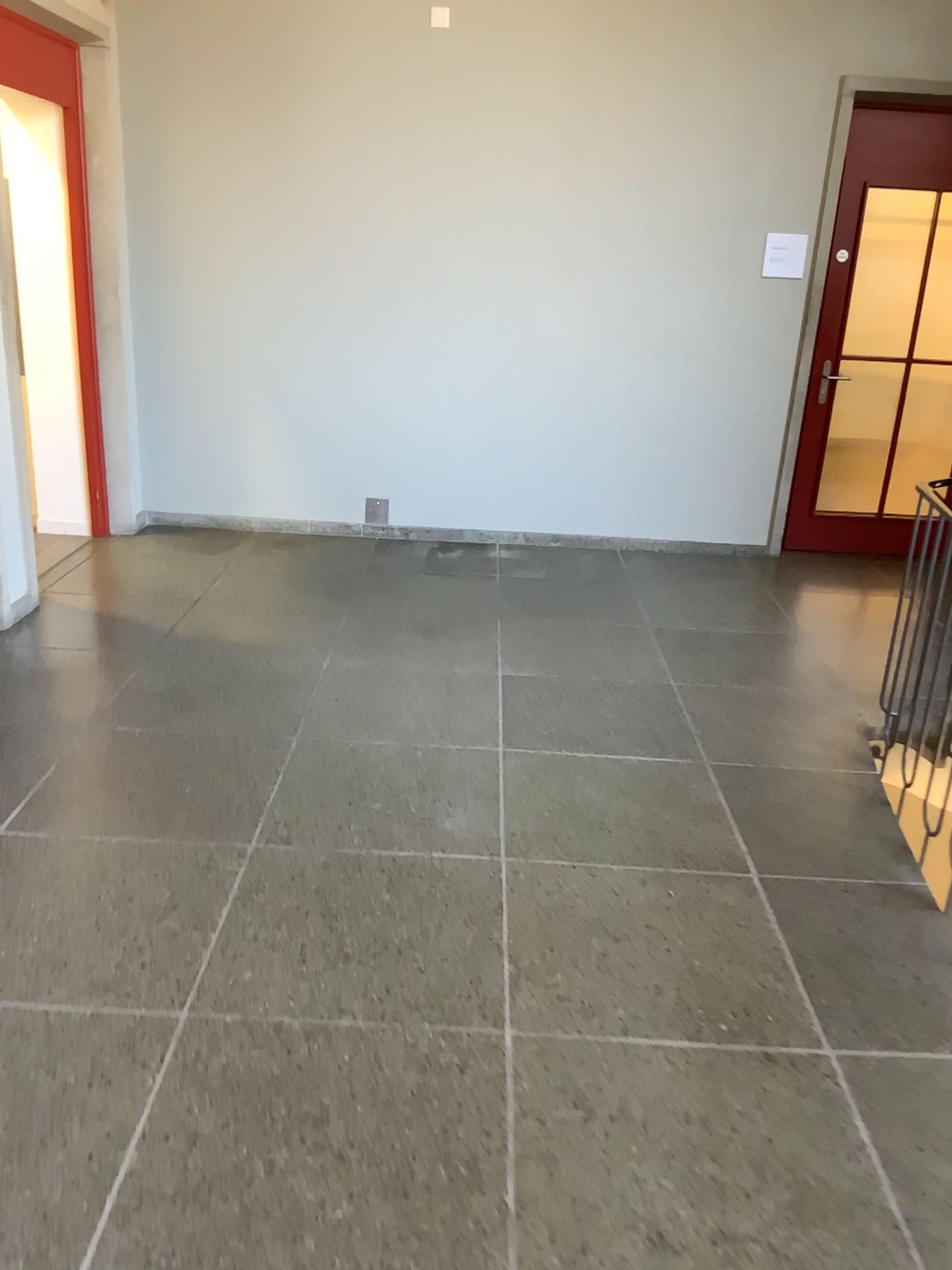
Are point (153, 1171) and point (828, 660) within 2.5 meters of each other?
no
